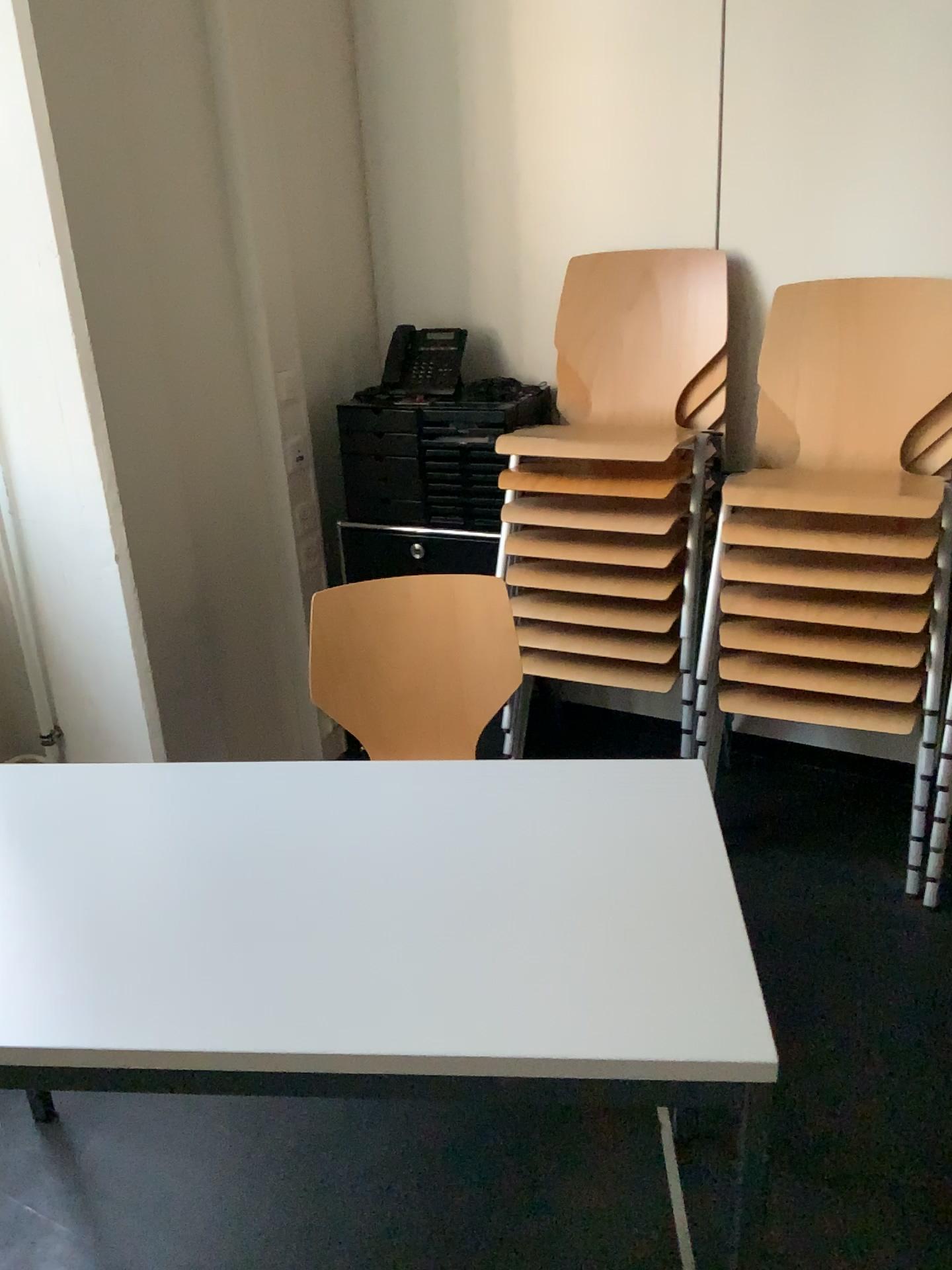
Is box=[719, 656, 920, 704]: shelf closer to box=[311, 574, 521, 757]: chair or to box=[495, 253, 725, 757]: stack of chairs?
Result: box=[495, 253, 725, 757]: stack of chairs

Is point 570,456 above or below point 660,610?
above

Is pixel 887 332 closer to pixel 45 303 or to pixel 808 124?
pixel 808 124

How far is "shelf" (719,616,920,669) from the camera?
2.19m

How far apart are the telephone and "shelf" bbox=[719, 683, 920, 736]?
1.1 meters

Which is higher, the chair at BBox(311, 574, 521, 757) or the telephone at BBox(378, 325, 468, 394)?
the telephone at BBox(378, 325, 468, 394)

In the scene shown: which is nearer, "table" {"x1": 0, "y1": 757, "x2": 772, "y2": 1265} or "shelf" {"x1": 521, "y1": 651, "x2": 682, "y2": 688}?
"table" {"x1": 0, "y1": 757, "x2": 772, "y2": 1265}

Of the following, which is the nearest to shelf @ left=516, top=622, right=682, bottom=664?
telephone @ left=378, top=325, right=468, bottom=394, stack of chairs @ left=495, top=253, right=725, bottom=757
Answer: stack of chairs @ left=495, top=253, right=725, bottom=757

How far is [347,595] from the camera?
2.1m

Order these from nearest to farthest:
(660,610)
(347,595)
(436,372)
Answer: (347,595), (660,610), (436,372)
